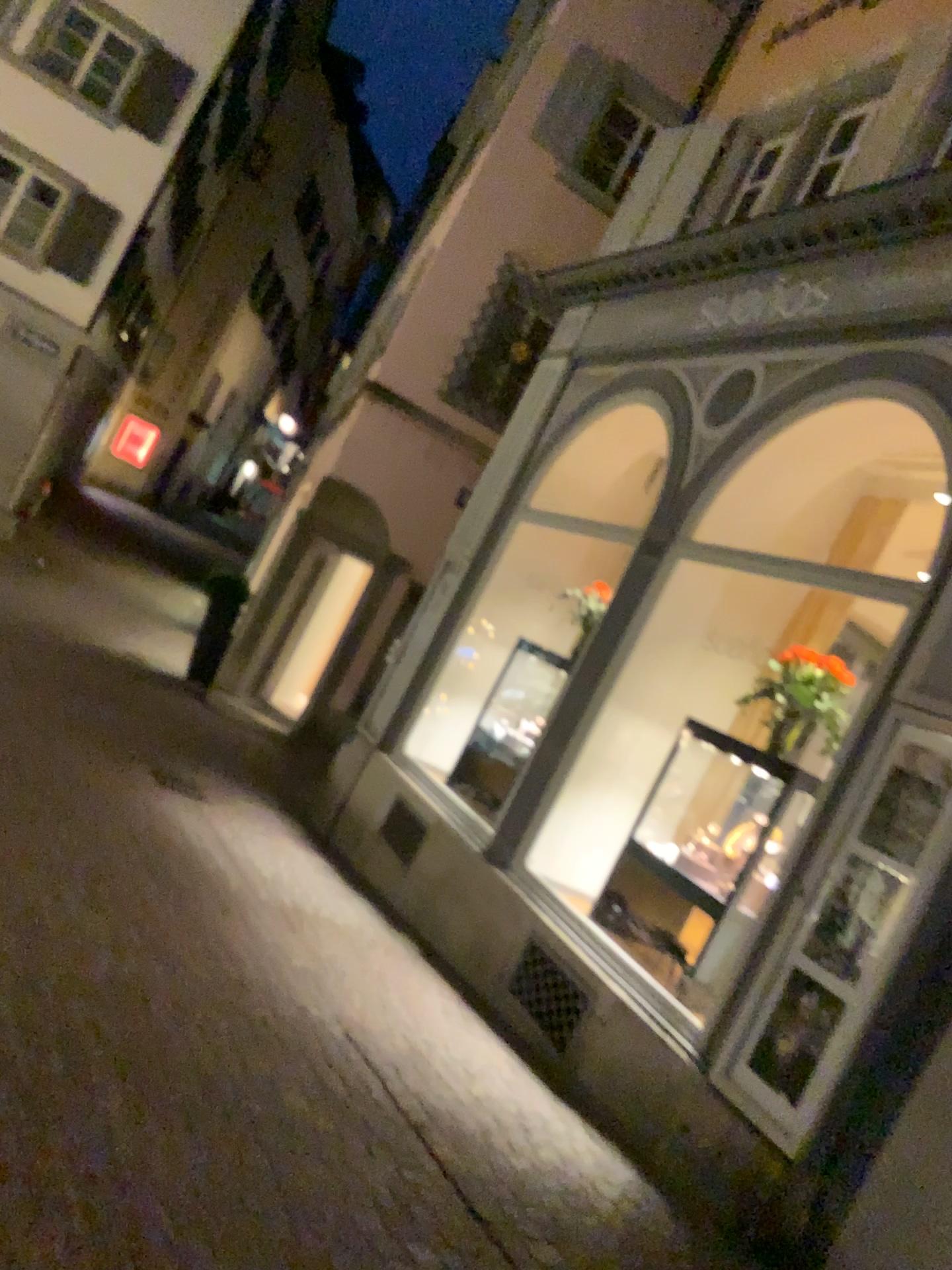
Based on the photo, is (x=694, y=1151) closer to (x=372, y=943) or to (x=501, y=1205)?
(x=501, y=1205)
